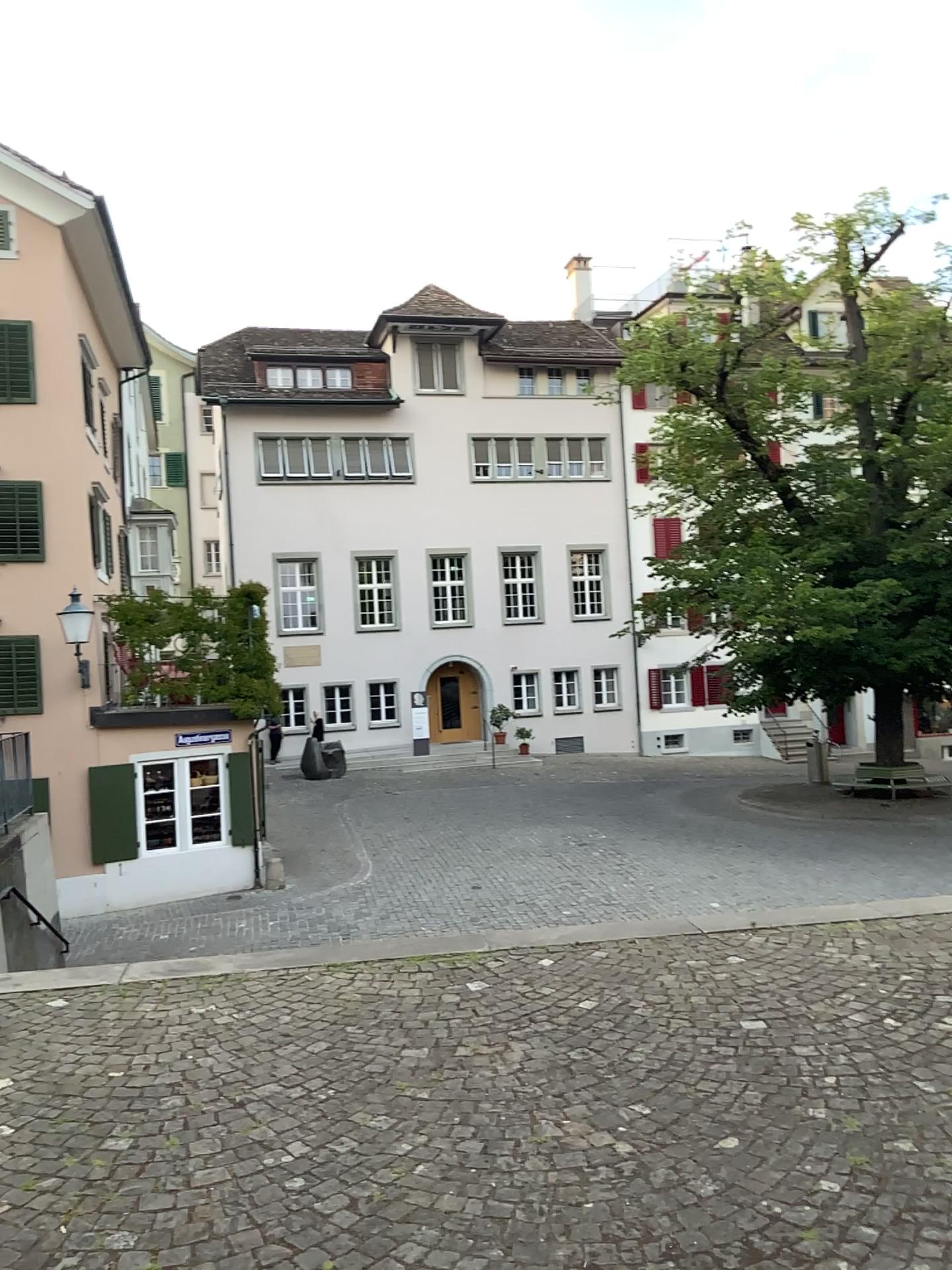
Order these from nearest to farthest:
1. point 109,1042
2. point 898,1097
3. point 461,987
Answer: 1. point 898,1097
2. point 109,1042
3. point 461,987
